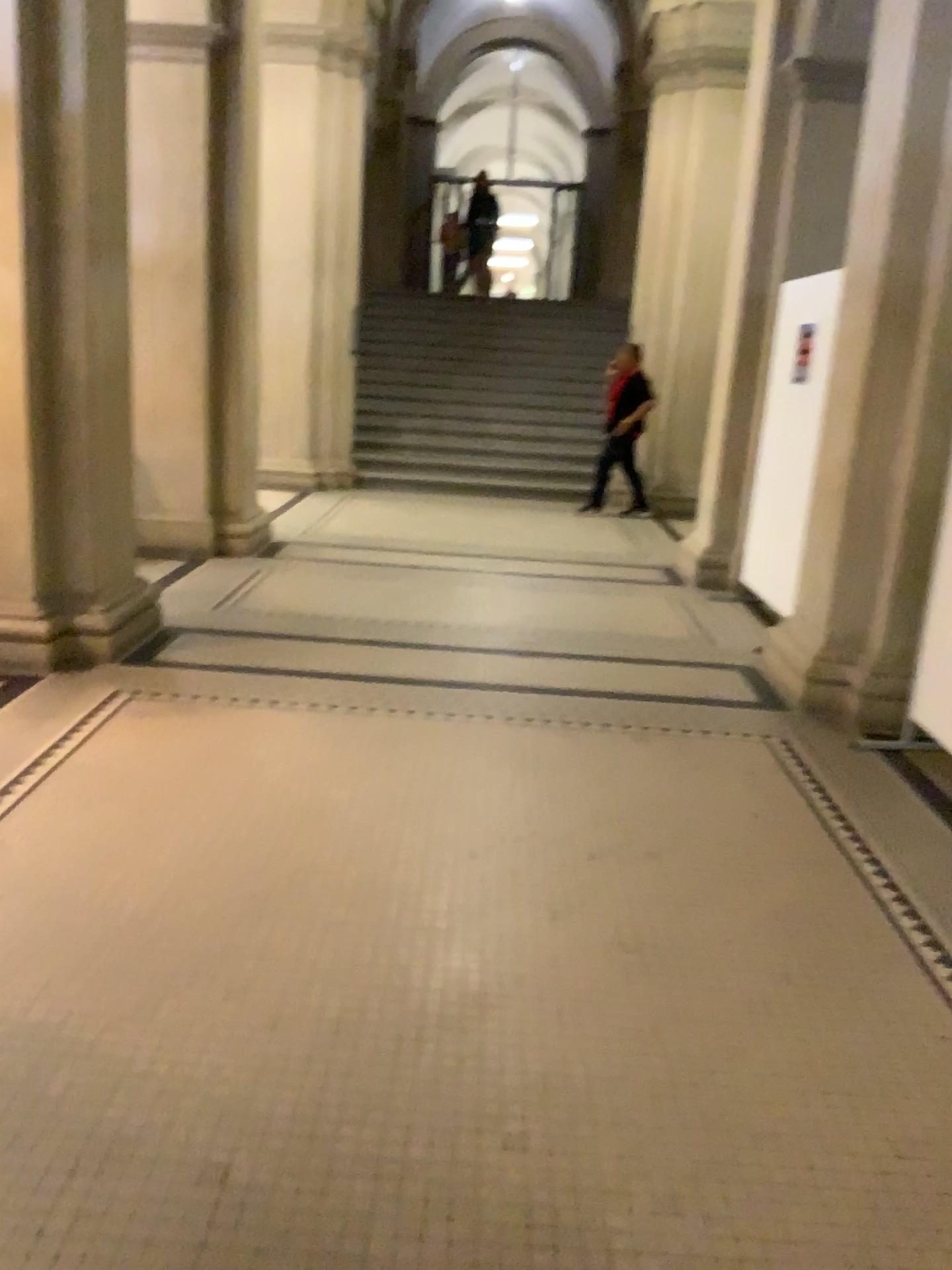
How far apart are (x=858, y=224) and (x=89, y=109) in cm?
315

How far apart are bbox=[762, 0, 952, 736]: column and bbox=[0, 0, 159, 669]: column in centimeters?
290cm

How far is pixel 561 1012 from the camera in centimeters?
242cm

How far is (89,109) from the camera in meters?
4.3

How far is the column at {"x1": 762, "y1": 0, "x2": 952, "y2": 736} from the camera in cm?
431

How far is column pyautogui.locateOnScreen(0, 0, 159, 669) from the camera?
4.32m

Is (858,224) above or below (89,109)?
below
